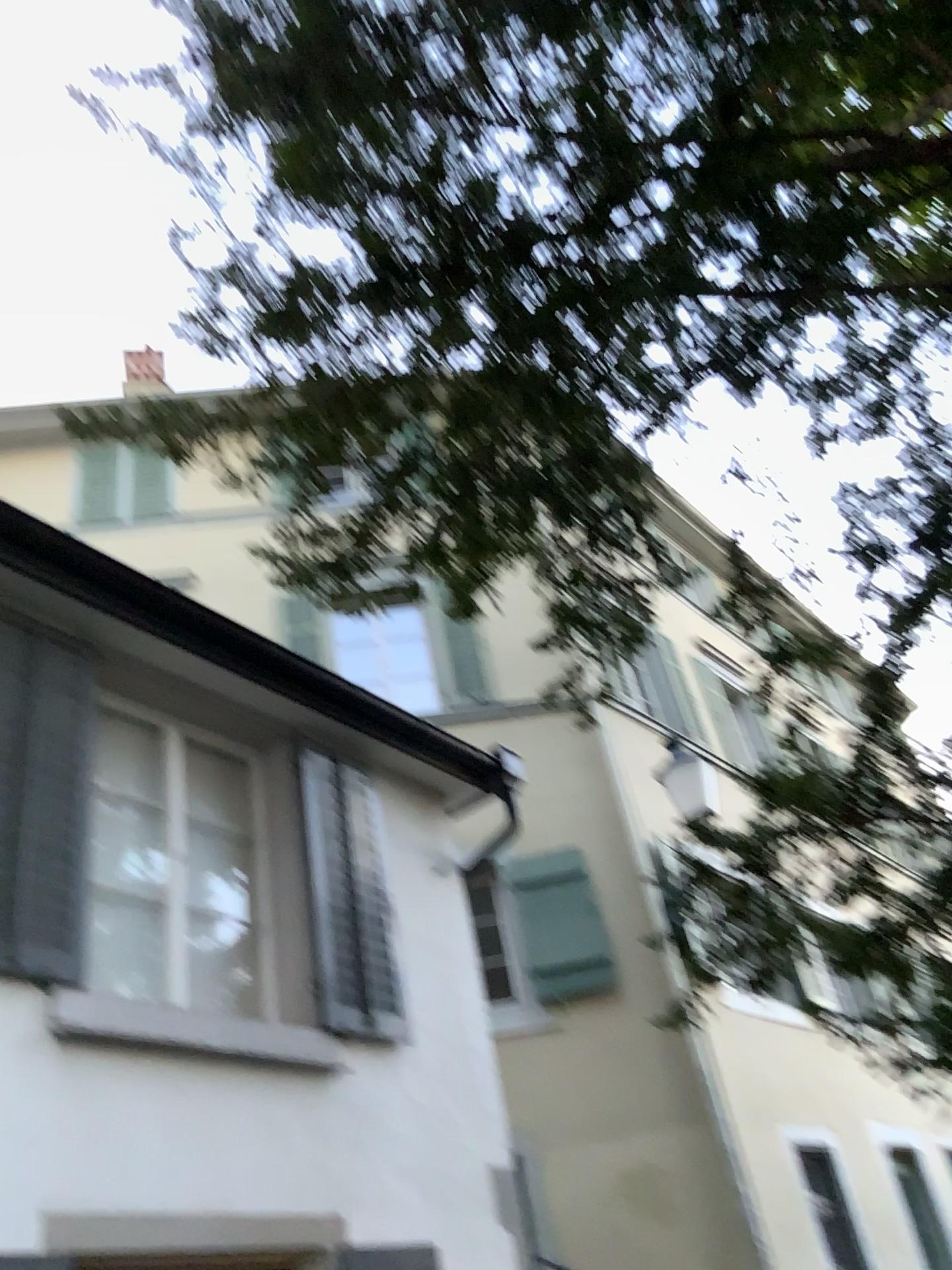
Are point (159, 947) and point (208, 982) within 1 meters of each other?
yes
